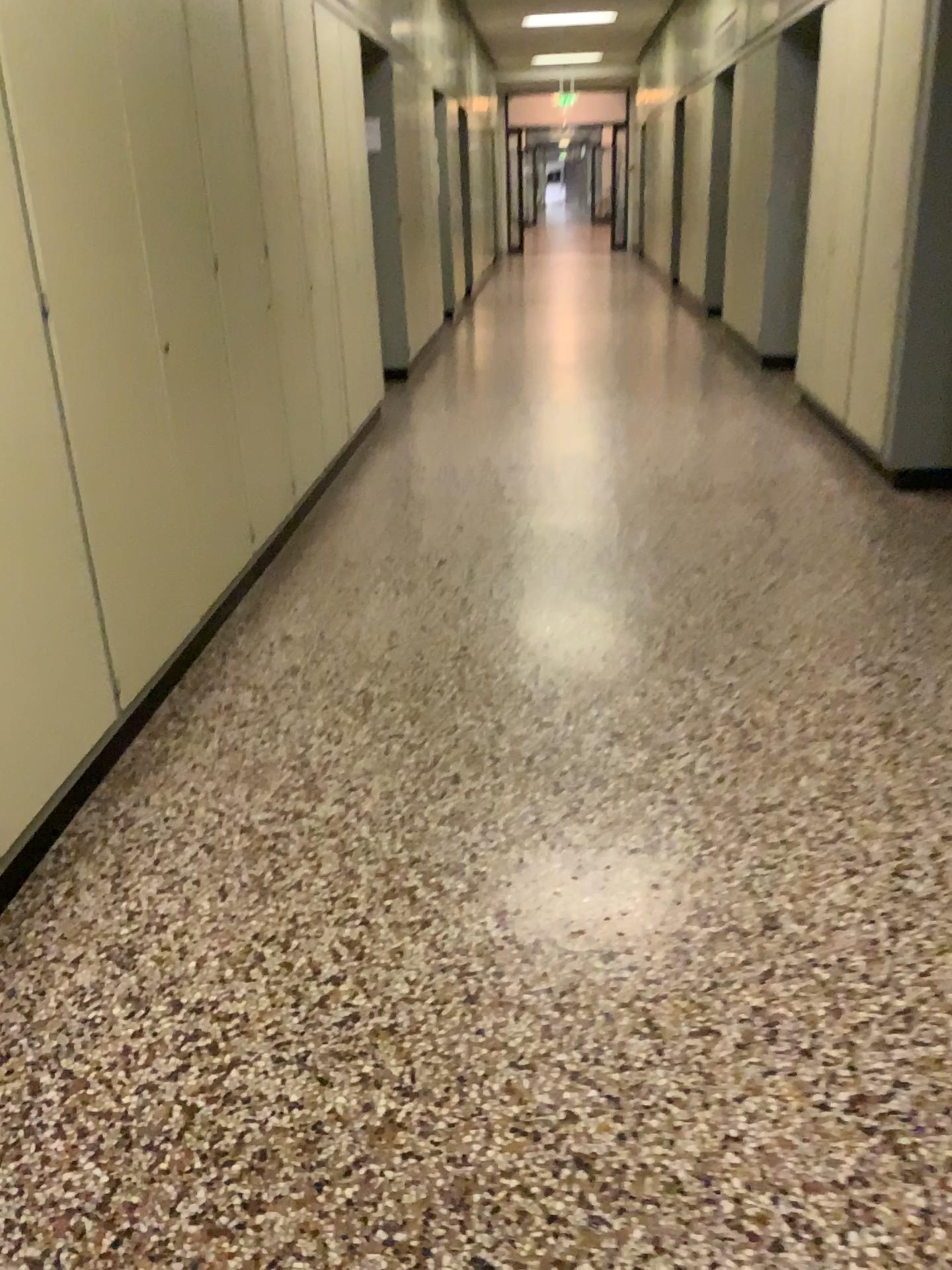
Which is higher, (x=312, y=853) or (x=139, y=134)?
(x=139, y=134)
